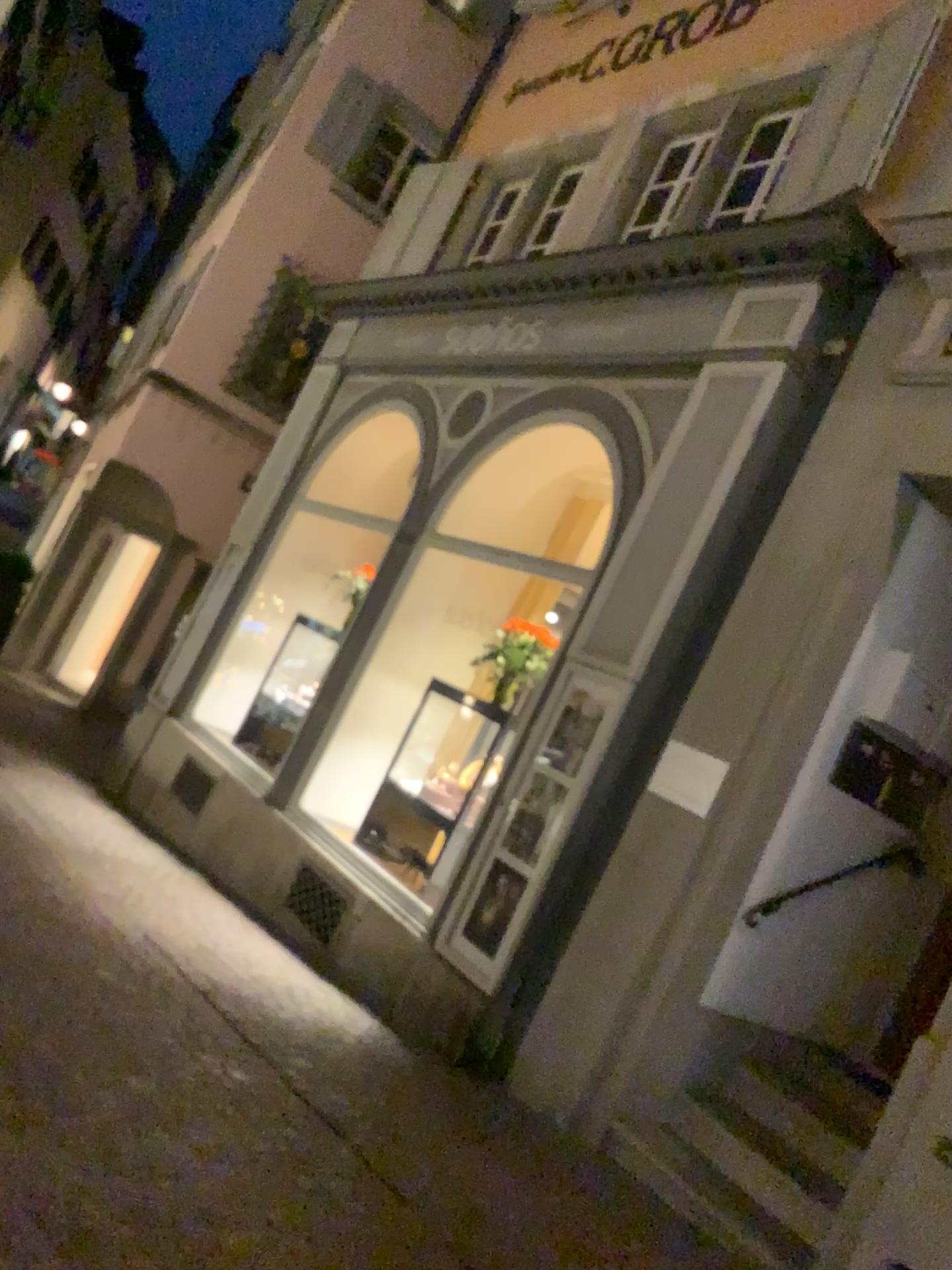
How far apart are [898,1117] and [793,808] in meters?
1.4 m
